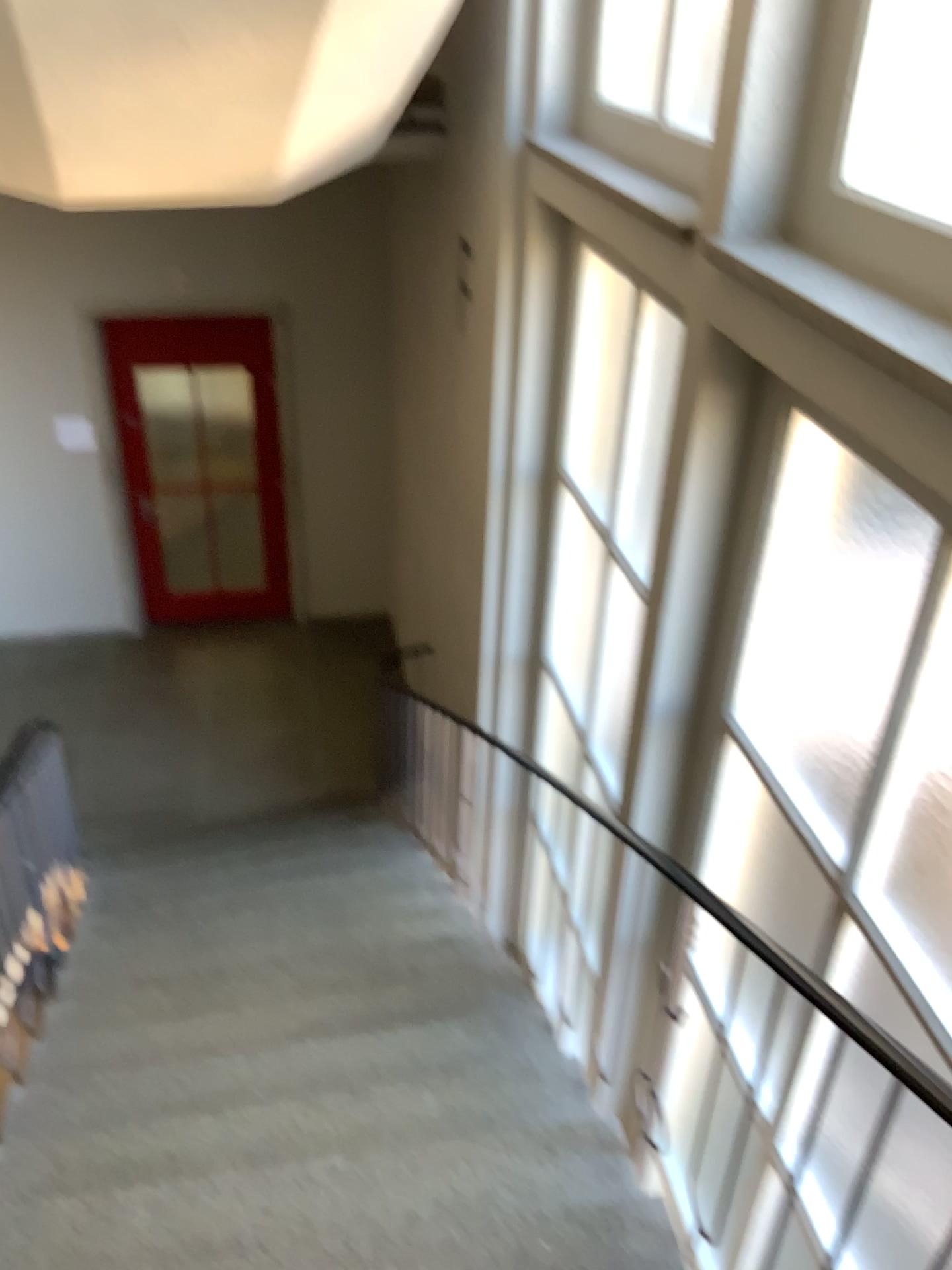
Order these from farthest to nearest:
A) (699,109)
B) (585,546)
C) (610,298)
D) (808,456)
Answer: (585,546), (610,298), (699,109), (808,456)

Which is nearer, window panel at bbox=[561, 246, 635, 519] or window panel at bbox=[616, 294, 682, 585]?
window panel at bbox=[616, 294, 682, 585]

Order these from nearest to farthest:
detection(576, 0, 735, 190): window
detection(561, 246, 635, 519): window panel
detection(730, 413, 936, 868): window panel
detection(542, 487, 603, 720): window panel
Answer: detection(730, 413, 936, 868): window panel
detection(576, 0, 735, 190): window
detection(561, 246, 635, 519): window panel
detection(542, 487, 603, 720): window panel

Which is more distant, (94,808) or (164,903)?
(94,808)

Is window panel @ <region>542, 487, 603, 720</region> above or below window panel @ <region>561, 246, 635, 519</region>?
below

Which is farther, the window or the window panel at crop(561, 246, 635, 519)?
the window panel at crop(561, 246, 635, 519)

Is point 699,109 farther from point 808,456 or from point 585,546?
point 585,546

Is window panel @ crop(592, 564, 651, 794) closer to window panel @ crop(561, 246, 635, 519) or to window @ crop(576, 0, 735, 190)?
window panel @ crop(561, 246, 635, 519)

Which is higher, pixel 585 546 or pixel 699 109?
Result: pixel 699 109

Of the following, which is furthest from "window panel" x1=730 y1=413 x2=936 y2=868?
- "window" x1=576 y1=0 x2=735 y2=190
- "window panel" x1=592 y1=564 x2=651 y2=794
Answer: "window" x1=576 y1=0 x2=735 y2=190
